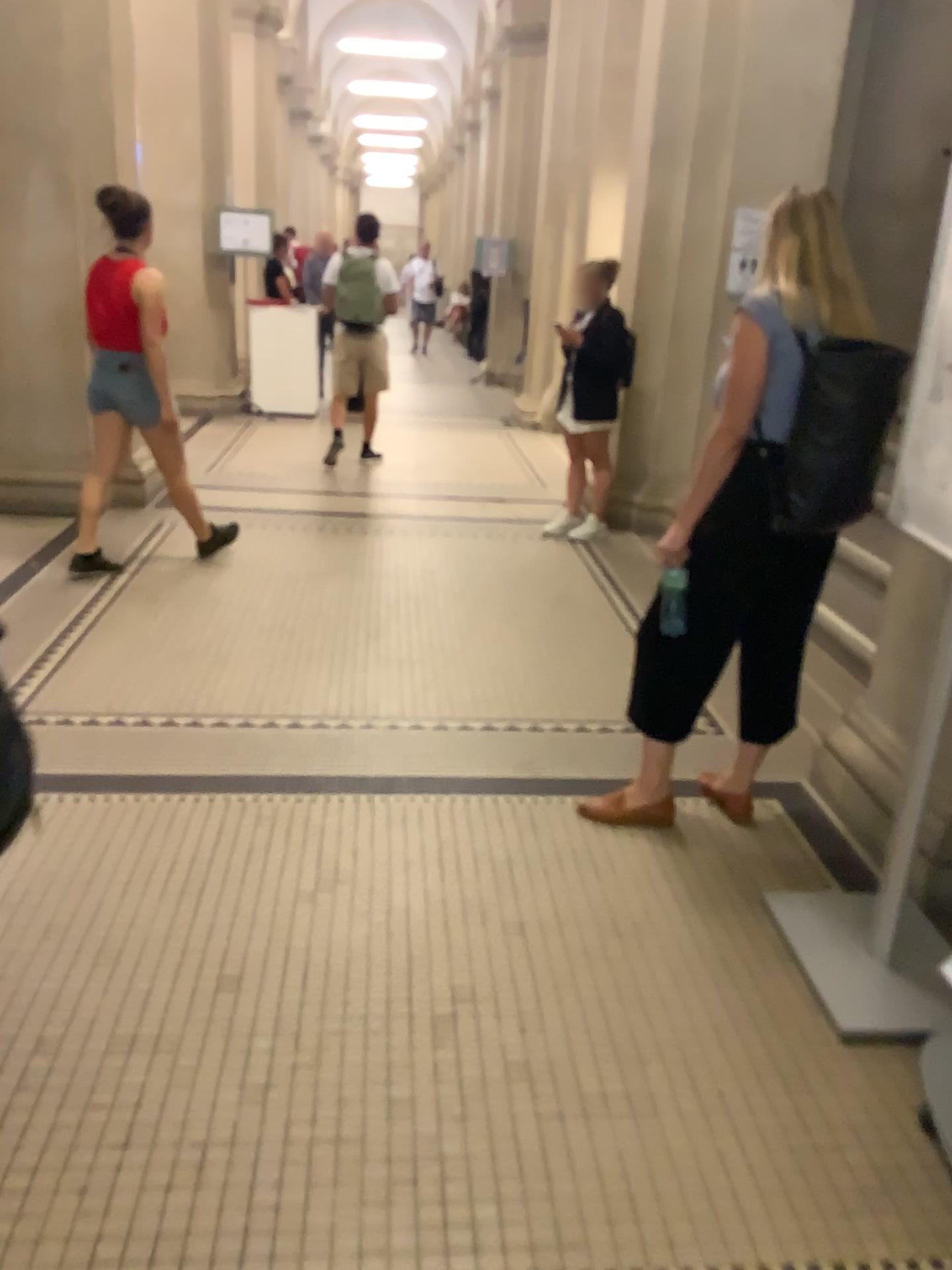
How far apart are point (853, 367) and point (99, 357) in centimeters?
338cm

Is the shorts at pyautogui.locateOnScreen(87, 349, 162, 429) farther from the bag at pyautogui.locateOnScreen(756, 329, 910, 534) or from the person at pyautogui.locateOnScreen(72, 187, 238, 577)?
the bag at pyautogui.locateOnScreen(756, 329, 910, 534)

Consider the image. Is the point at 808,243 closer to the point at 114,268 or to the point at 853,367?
the point at 853,367

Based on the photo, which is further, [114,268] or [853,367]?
[114,268]

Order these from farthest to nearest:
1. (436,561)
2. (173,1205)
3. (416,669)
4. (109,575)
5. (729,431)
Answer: (436,561) < (109,575) < (416,669) < (729,431) < (173,1205)

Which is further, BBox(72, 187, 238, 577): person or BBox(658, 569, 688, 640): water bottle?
BBox(72, 187, 238, 577): person

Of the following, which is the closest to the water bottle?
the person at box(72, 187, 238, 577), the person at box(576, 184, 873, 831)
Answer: the person at box(576, 184, 873, 831)

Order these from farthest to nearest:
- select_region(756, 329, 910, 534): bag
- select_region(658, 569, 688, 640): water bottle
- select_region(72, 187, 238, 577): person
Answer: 1. select_region(72, 187, 238, 577): person
2. select_region(658, 569, 688, 640): water bottle
3. select_region(756, 329, 910, 534): bag

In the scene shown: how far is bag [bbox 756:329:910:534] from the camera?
2.4 meters

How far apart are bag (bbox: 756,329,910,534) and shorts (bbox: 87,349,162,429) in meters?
3.1 m
